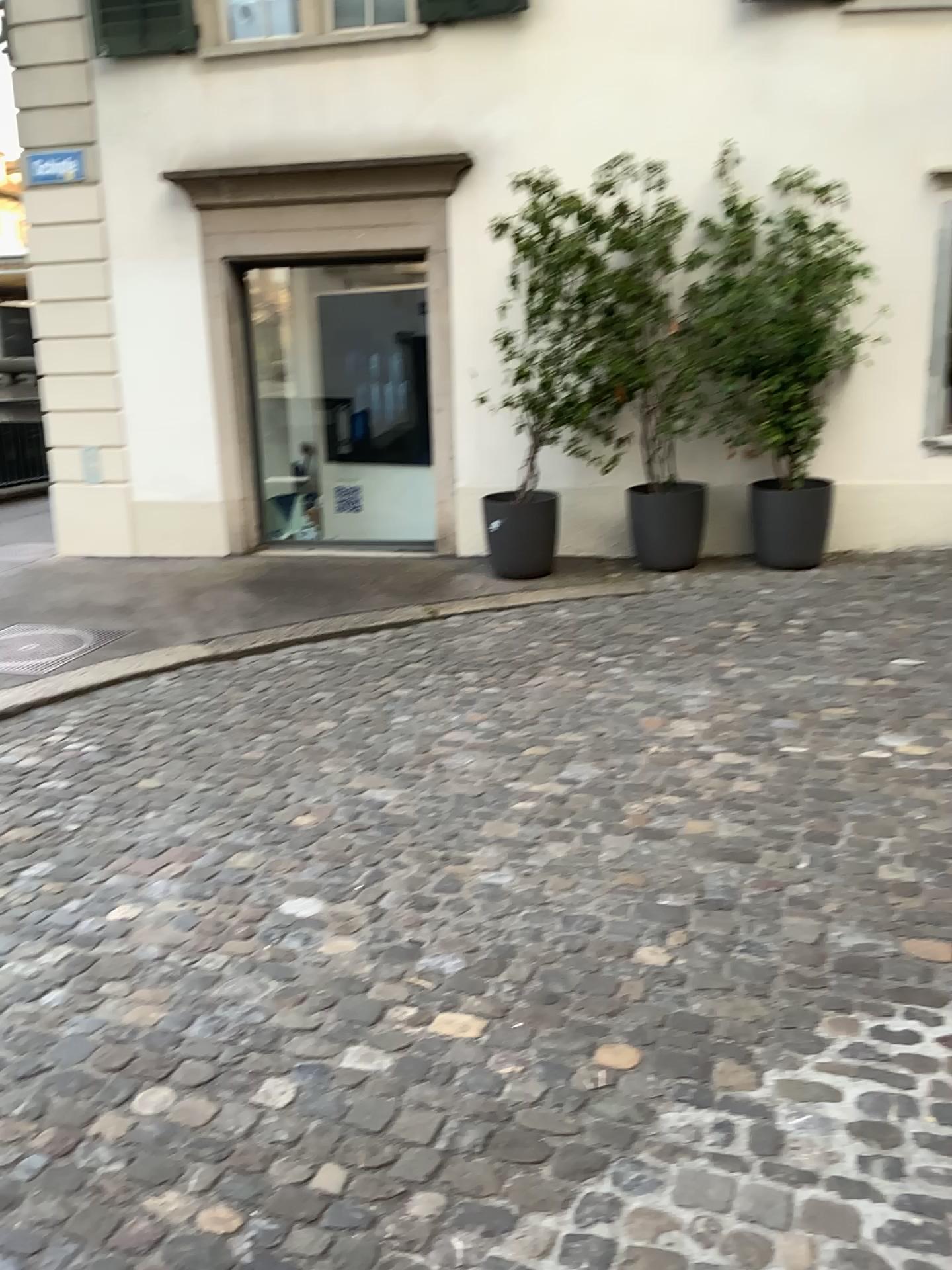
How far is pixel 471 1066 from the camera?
2.3m
